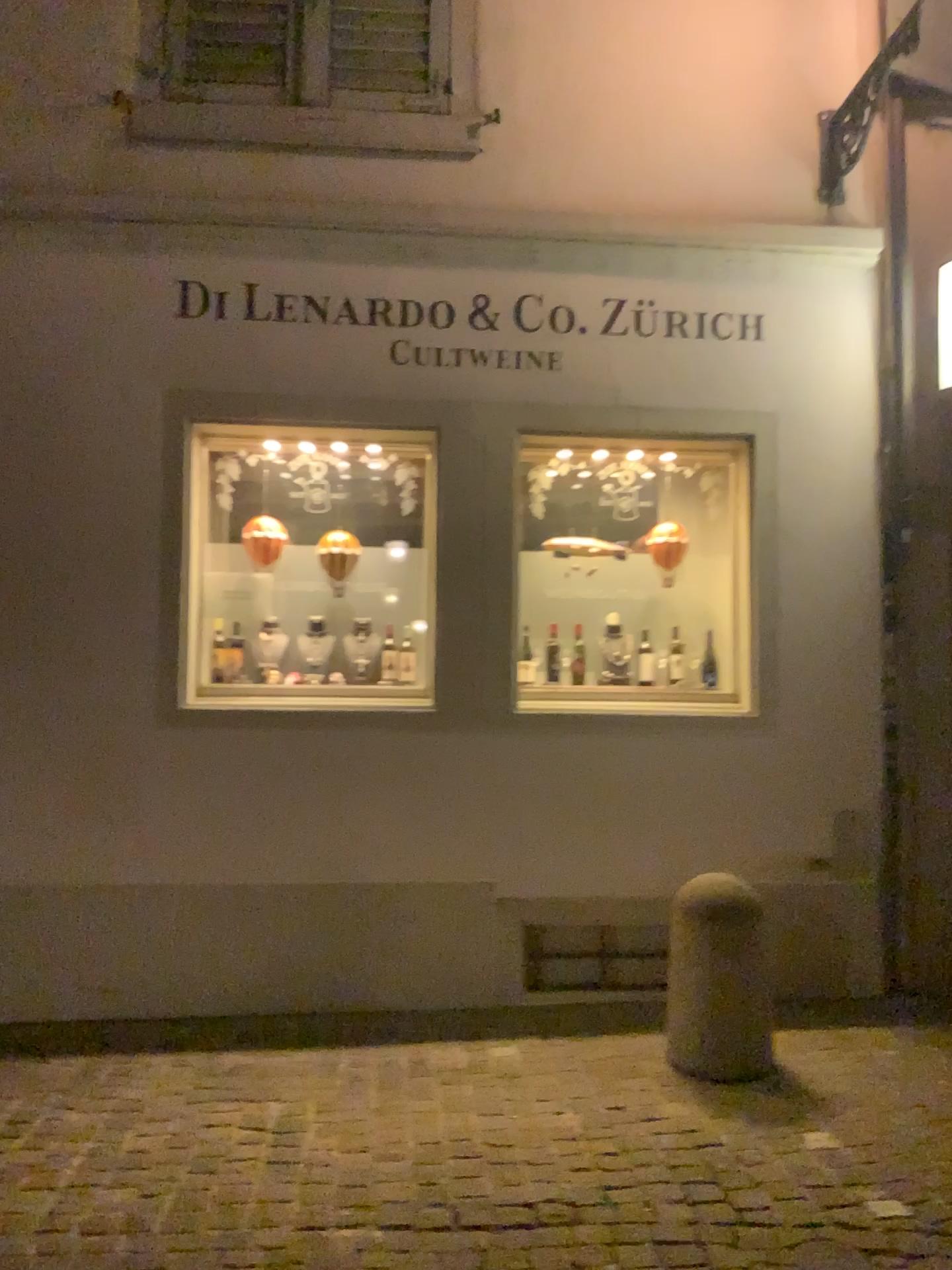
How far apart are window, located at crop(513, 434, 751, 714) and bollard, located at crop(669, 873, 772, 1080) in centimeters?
105cm

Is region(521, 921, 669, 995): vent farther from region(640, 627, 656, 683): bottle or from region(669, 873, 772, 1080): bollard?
region(640, 627, 656, 683): bottle

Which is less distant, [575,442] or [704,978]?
[704,978]

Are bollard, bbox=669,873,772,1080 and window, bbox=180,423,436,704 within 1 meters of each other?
no

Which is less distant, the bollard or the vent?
the bollard

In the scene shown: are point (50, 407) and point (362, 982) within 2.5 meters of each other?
no

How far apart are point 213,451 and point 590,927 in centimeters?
270cm

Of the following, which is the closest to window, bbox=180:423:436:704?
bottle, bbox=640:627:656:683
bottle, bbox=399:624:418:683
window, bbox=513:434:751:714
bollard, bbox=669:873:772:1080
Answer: bottle, bbox=399:624:418:683

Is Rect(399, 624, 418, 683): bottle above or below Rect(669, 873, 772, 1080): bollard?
above

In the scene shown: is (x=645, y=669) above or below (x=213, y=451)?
below
